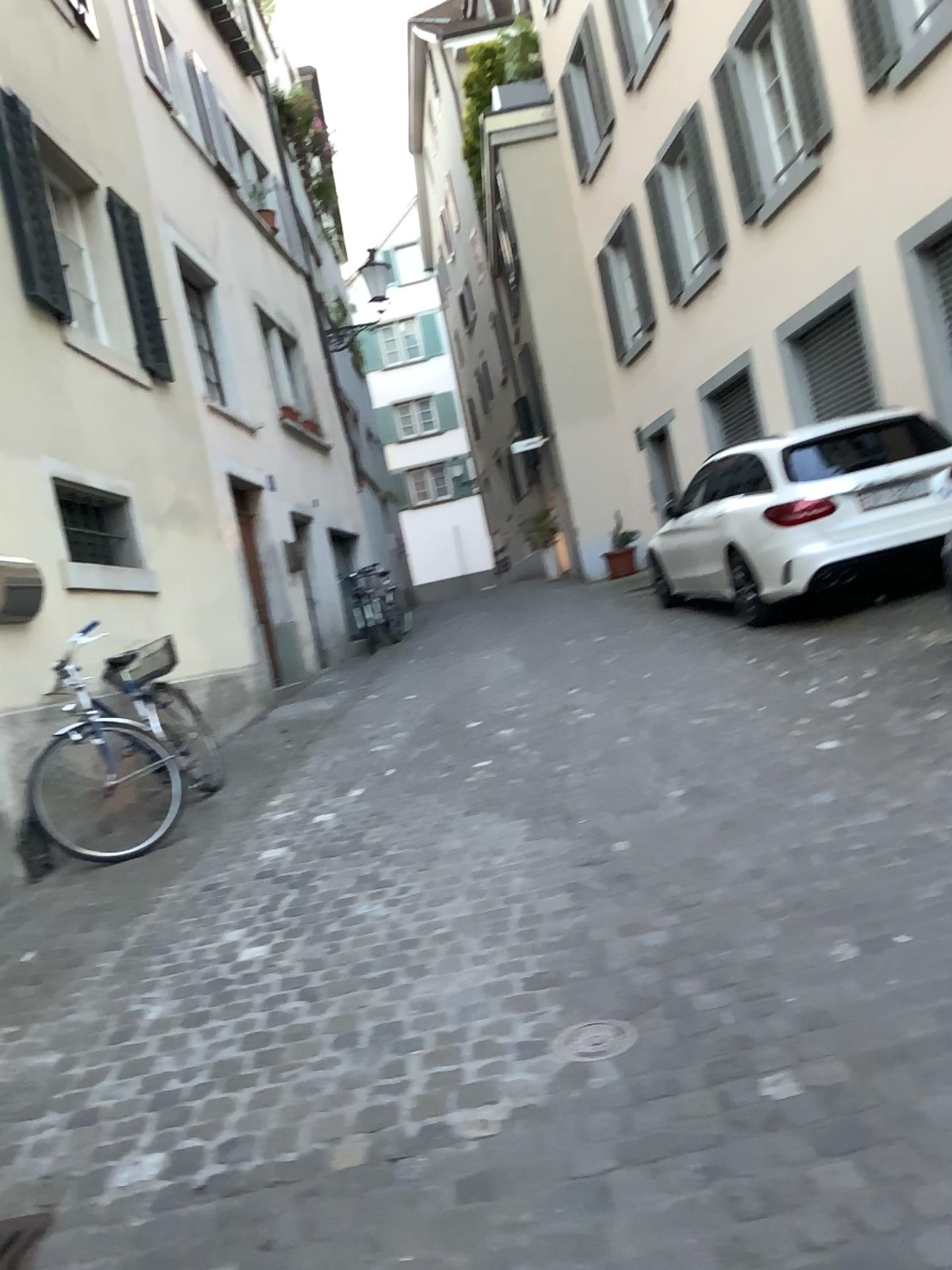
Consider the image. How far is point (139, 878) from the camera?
4.49m

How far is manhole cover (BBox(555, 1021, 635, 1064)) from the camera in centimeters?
239cm

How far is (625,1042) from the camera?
2.39m
